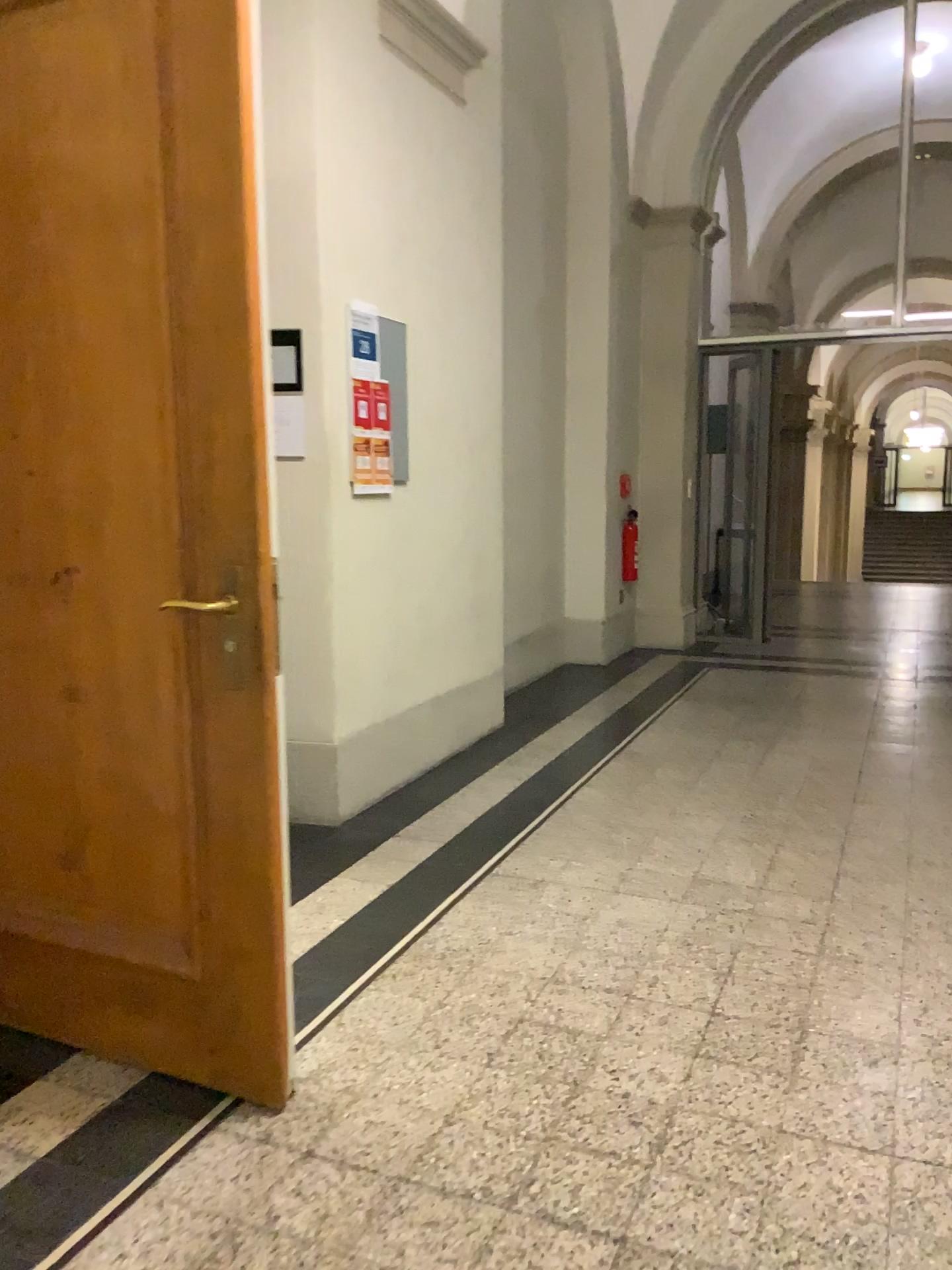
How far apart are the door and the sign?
1.67m

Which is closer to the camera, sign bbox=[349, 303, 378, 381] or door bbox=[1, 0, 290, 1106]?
door bbox=[1, 0, 290, 1106]

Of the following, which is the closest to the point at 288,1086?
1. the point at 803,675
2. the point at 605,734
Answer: the point at 605,734

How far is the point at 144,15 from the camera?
1.94m

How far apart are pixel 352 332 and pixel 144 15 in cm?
181

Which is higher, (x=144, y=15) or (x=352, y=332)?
(x=144, y=15)

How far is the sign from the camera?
3.7 meters

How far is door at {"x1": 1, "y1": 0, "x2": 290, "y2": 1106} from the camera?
1.9 meters
